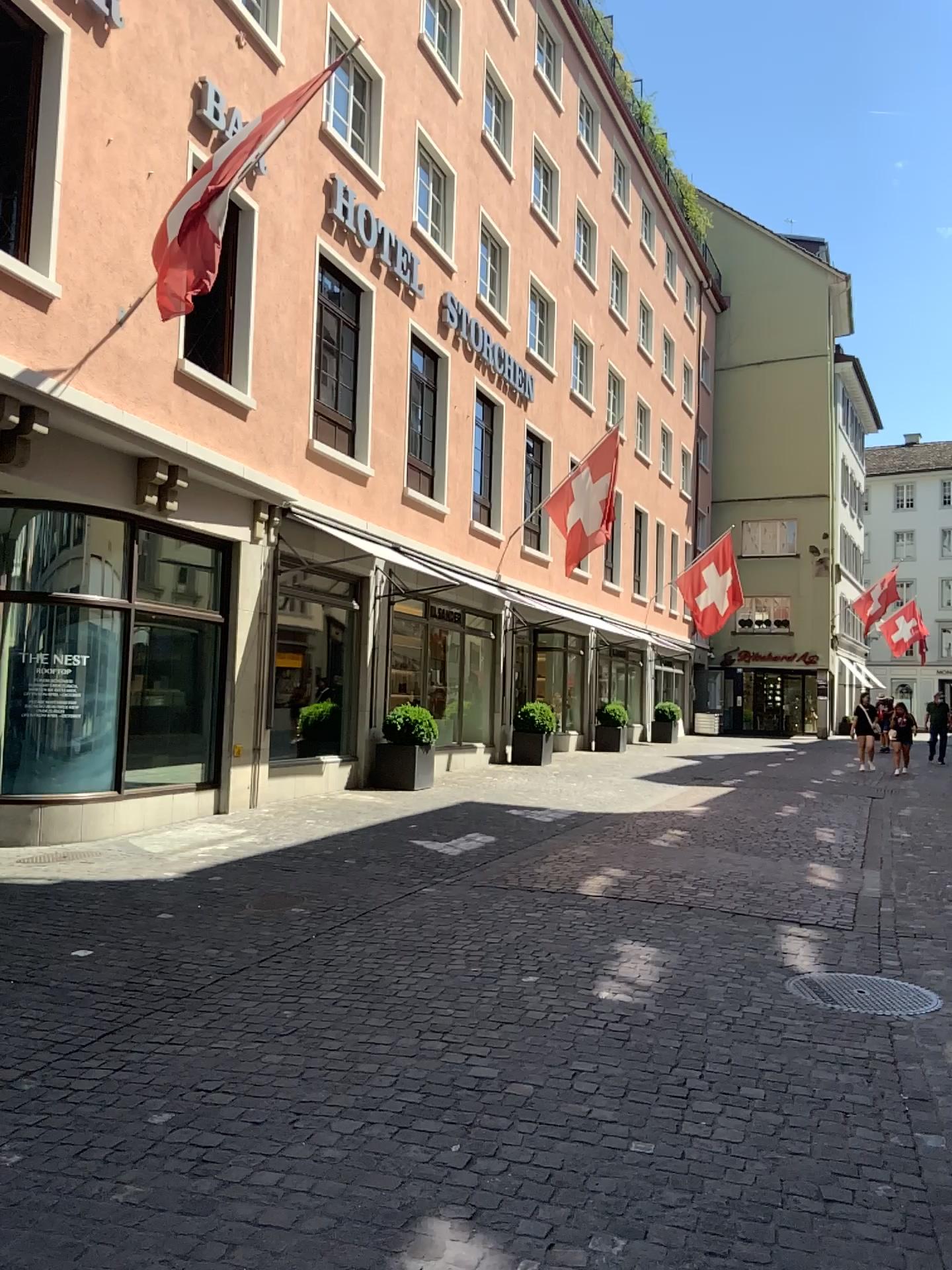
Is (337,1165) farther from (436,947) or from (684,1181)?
(436,947)
